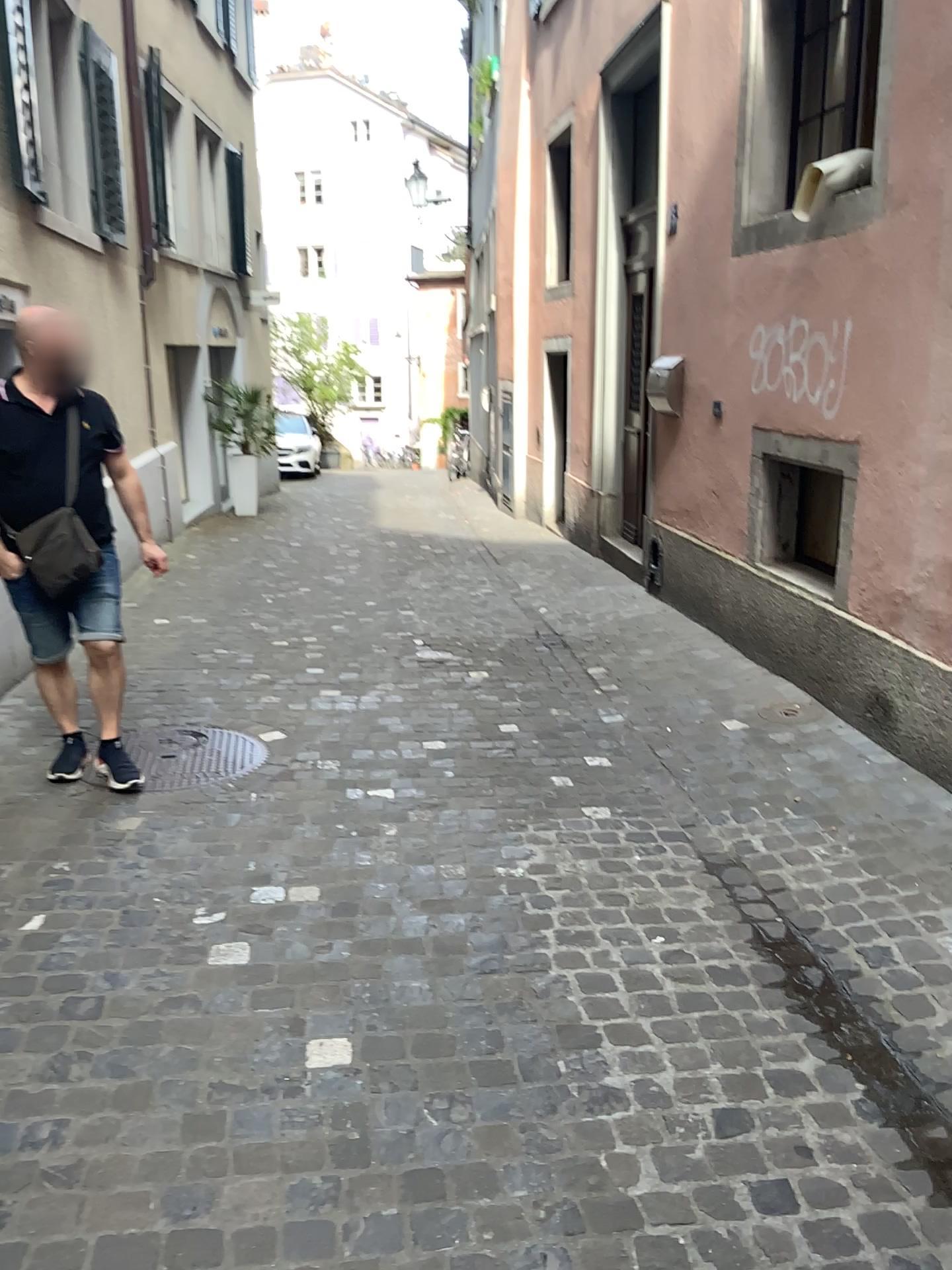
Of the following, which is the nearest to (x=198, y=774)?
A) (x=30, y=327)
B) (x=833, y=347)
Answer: (x=30, y=327)

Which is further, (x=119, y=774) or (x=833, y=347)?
(x=833, y=347)

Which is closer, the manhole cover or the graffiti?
the manhole cover

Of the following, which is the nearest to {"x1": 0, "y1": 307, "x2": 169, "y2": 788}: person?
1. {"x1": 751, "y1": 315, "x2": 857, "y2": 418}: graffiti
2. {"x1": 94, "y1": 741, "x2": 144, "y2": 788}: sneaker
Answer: {"x1": 94, "y1": 741, "x2": 144, "y2": 788}: sneaker

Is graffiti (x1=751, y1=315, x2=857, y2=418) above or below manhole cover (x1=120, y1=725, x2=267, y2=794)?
above

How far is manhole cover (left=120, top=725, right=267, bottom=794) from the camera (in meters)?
3.69

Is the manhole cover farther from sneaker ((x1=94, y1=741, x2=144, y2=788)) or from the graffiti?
the graffiti

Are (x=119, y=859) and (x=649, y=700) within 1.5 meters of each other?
no

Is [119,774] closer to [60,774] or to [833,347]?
[60,774]

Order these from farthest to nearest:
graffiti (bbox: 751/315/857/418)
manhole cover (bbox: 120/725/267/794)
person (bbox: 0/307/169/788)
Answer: graffiti (bbox: 751/315/857/418) < manhole cover (bbox: 120/725/267/794) < person (bbox: 0/307/169/788)
